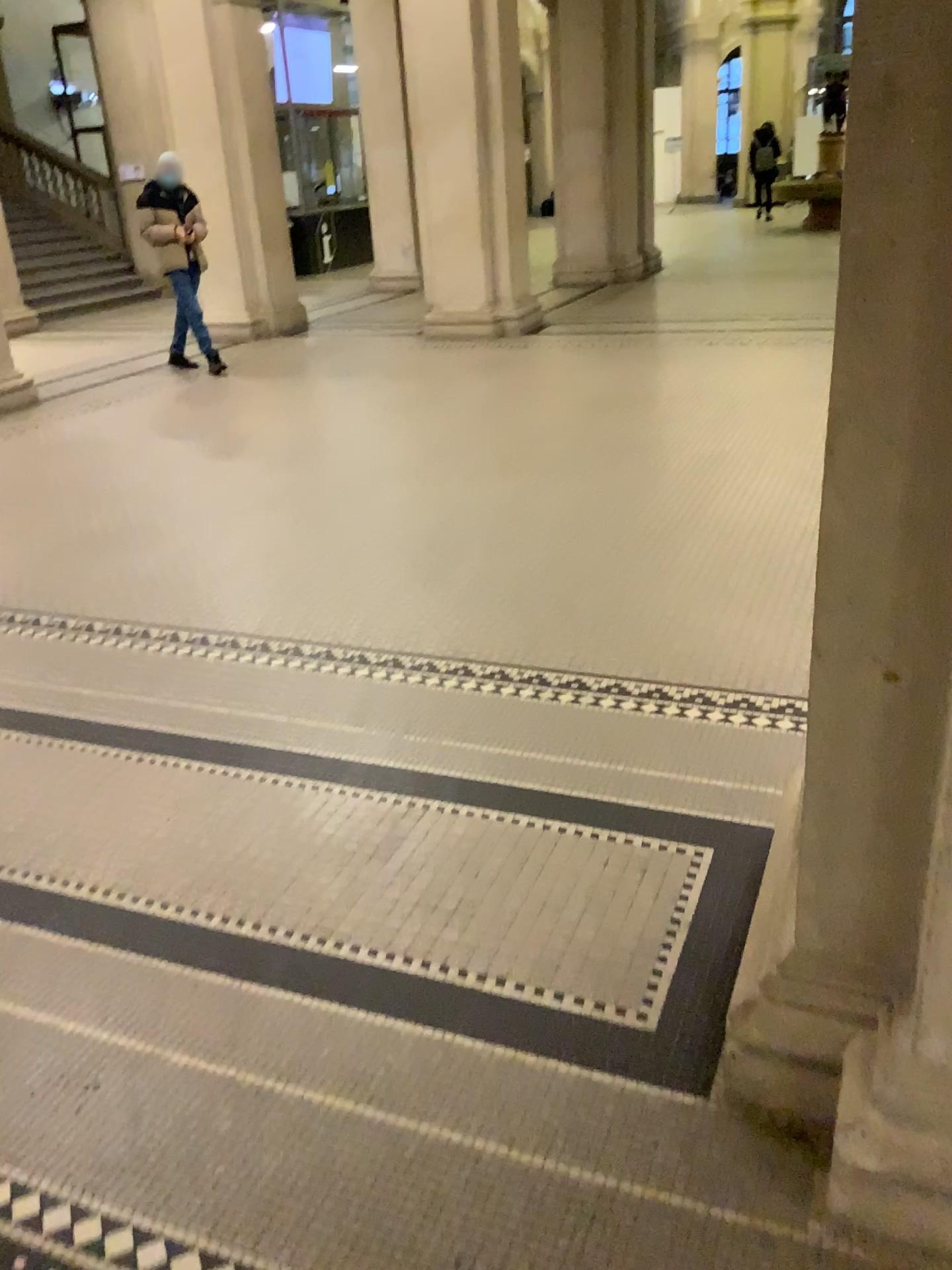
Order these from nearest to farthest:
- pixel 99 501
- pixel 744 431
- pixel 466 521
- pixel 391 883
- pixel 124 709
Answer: pixel 391 883, pixel 124 709, pixel 466 521, pixel 99 501, pixel 744 431
